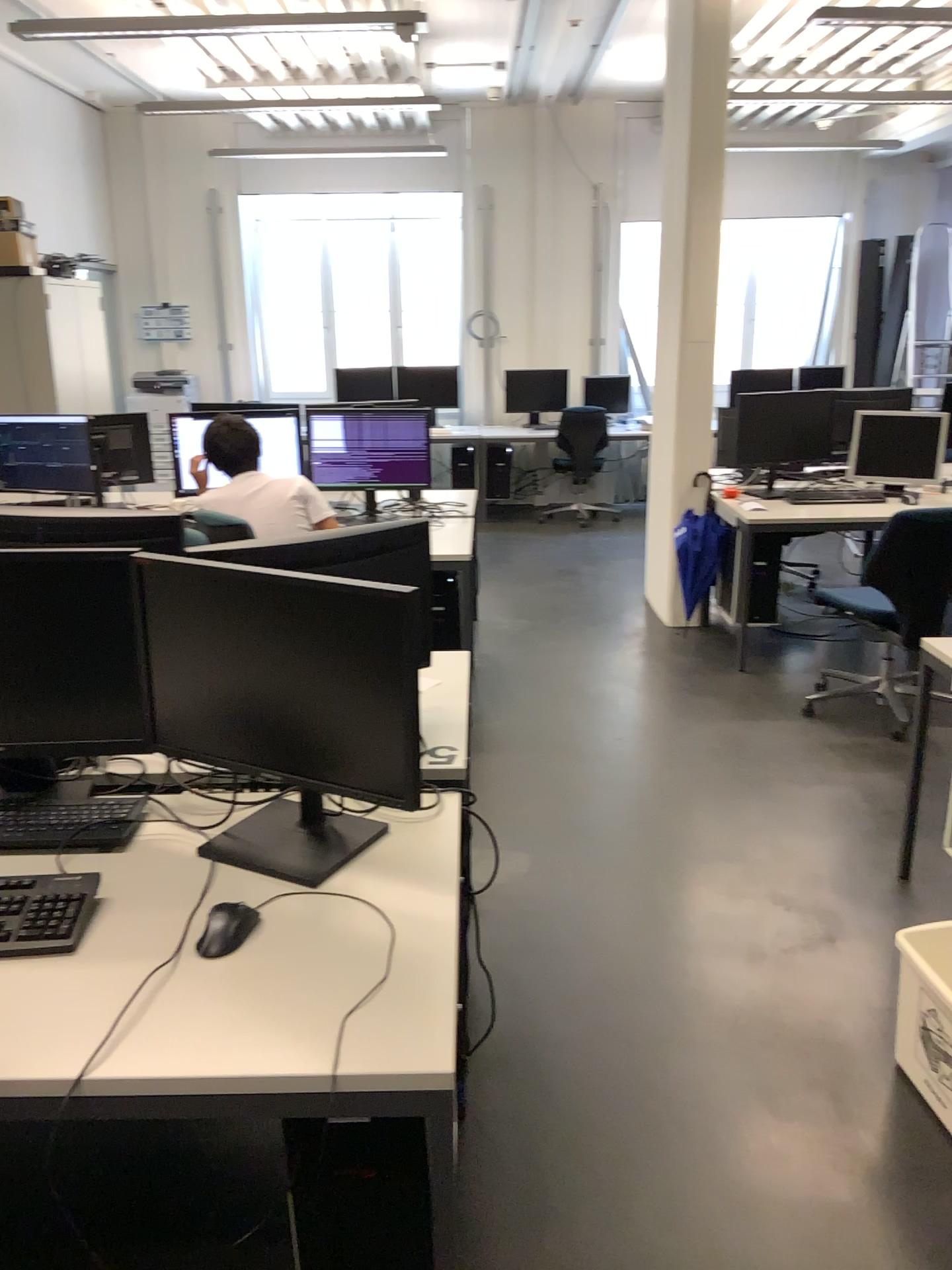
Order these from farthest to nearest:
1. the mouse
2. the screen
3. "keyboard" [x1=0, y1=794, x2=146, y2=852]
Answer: the screen, "keyboard" [x1=0, y1=794, x2=146, y2=852], the mouse

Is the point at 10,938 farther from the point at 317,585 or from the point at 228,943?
the point at 317,585

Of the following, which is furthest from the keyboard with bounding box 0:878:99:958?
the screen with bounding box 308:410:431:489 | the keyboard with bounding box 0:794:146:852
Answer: the screen with bounding box 308:410:431:489

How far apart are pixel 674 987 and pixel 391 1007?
1.4m

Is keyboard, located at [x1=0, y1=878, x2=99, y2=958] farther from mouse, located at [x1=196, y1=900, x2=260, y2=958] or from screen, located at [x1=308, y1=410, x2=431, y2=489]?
screen, located at [x1=308, y1=410, x2=431, y2=489]

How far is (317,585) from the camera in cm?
164

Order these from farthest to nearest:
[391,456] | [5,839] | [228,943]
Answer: [391,456], [5,839], [228,943]

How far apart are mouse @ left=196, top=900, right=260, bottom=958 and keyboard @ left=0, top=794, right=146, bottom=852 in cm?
34

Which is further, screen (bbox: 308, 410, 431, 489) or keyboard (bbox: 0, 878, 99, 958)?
screen (bbox: 308, 410, 431, 489)

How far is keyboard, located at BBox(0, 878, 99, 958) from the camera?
1.5m
